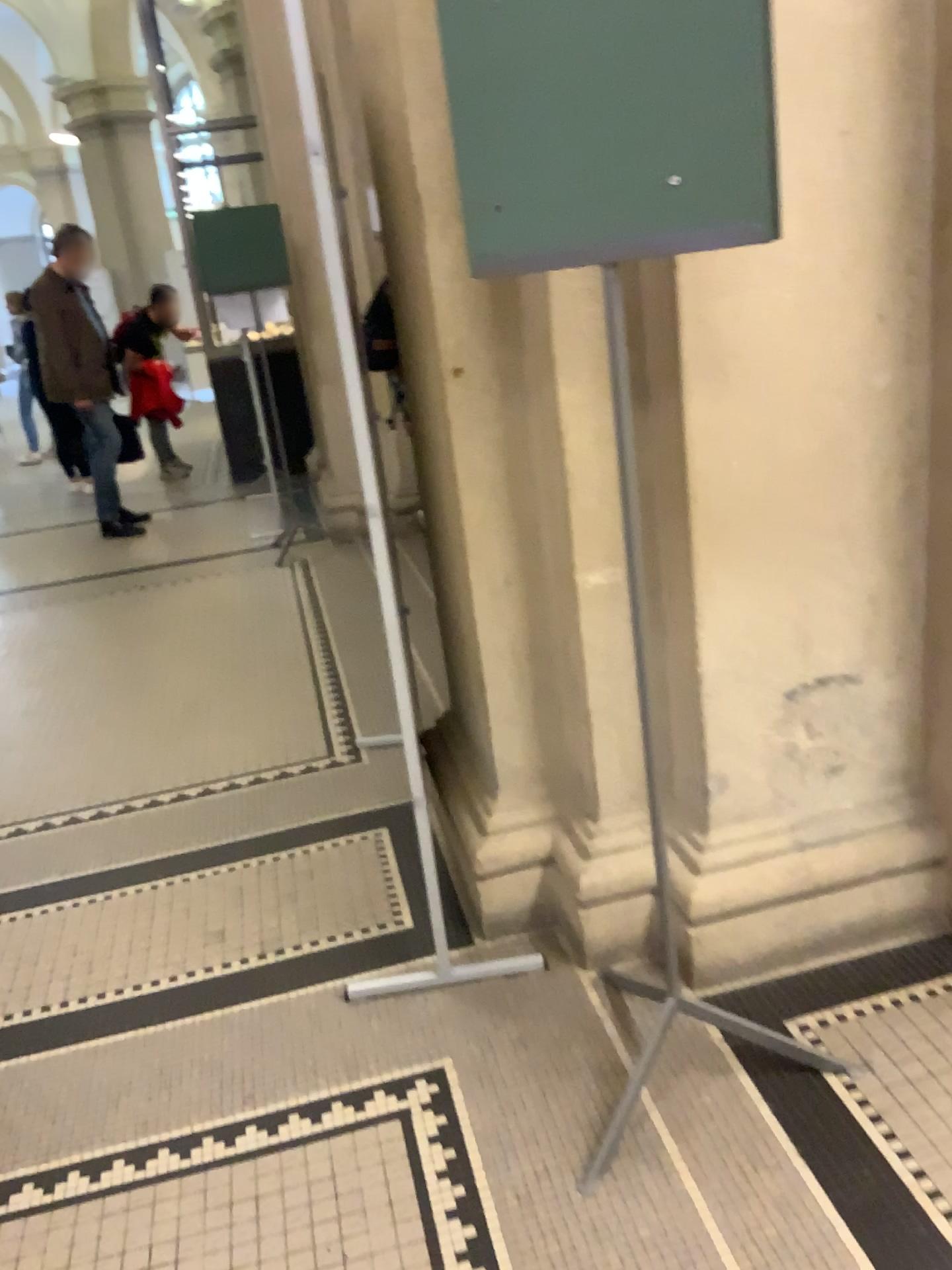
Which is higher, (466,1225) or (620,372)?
(620,372)

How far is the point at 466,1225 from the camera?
1.7 meters

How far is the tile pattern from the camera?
1.7m

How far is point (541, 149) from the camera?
1.5 meters
